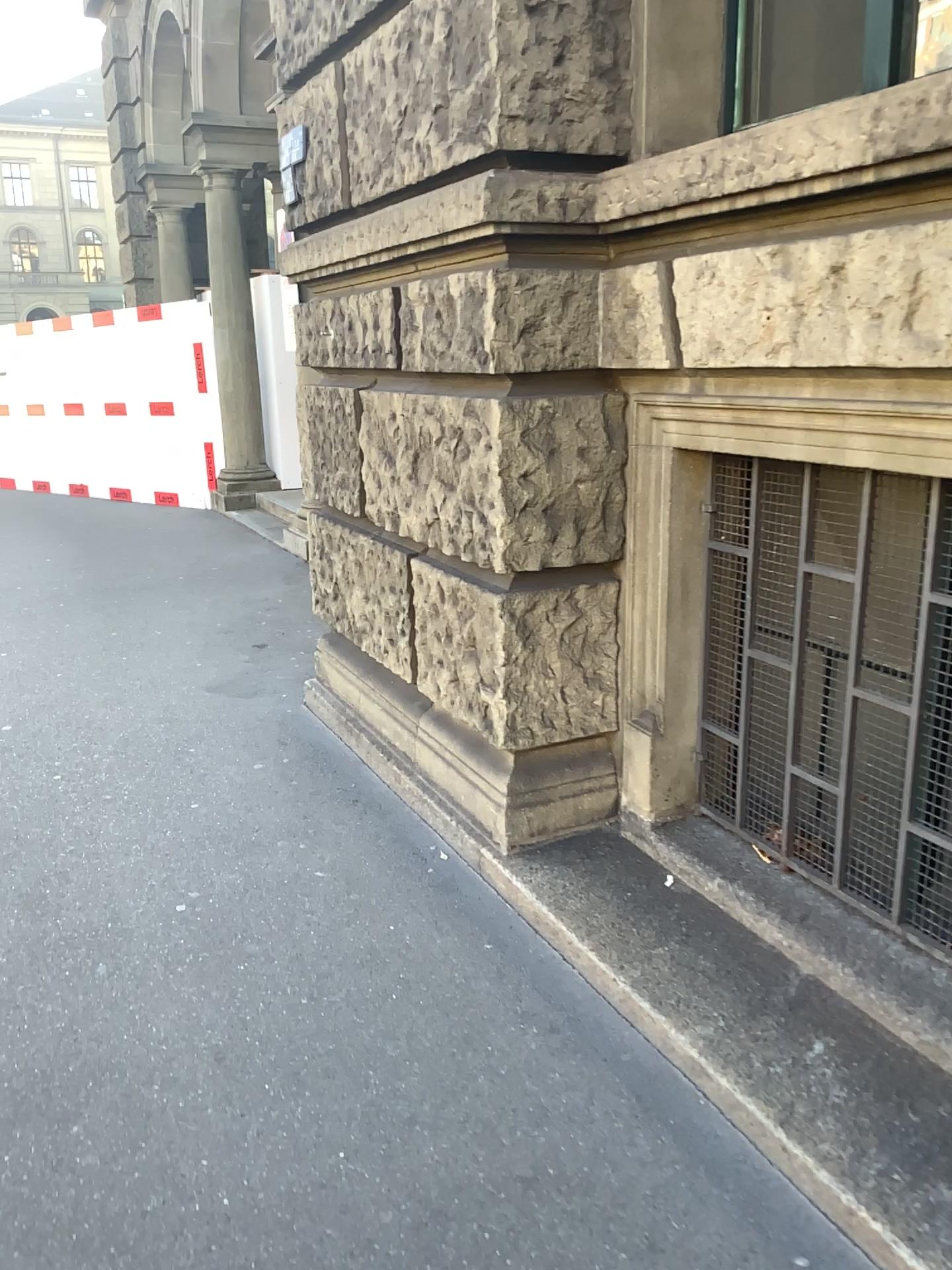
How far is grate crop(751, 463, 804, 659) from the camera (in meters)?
2.45

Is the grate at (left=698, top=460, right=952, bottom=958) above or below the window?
below

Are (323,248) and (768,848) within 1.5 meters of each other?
no

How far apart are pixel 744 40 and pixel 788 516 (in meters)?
1.26

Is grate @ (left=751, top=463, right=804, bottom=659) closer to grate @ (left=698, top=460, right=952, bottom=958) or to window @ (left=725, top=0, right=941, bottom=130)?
grate @ (left=698, top=460, right=952, bottom=958)

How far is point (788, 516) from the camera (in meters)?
2.45

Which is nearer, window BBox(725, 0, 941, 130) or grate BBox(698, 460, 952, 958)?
grate BBox(698, 460, 952, 958)

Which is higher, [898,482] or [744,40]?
[744,40]

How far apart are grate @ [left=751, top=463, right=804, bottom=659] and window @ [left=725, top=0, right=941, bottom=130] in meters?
0.9 m

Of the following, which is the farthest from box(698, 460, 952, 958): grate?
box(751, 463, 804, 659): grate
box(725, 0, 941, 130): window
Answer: box(725, 0, 941, 130): window
